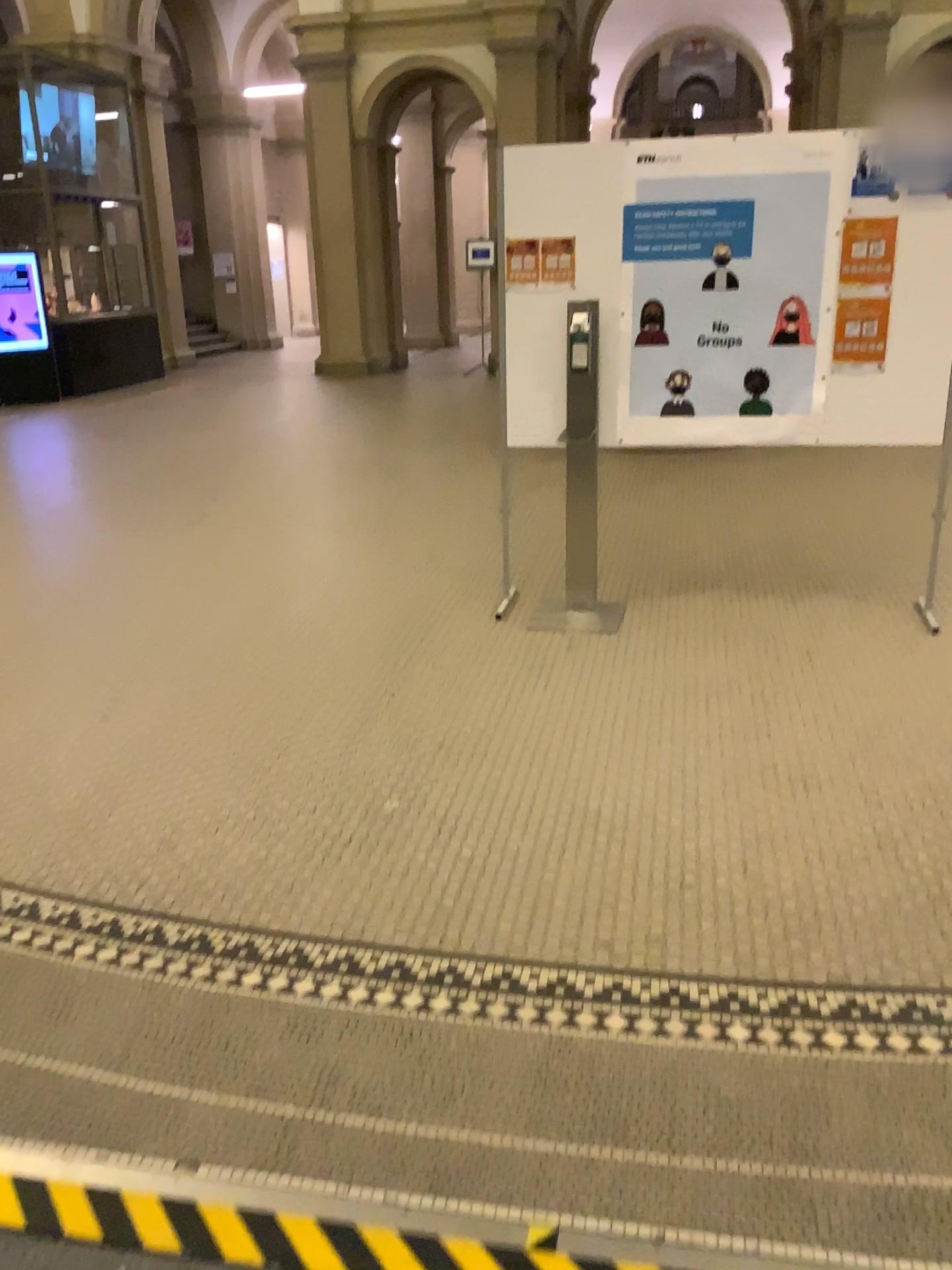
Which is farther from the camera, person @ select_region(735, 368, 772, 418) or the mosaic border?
person @ select_region(735, 368, 772, 418)

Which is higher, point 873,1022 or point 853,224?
point 853,224

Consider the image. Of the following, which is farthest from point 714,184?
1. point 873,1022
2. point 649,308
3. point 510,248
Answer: point 873,1022

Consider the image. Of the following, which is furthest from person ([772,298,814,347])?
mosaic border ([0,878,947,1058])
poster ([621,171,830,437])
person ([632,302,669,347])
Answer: mosaic border ([0,878,947,1058])

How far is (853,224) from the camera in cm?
409

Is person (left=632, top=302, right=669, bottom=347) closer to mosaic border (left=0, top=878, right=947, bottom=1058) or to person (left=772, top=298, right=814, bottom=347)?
person (left=772, top=298, right=814, bottom=347)

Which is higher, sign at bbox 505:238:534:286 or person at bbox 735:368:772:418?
sign at bbox 505:238:534:286

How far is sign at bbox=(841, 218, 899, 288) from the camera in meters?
4.1

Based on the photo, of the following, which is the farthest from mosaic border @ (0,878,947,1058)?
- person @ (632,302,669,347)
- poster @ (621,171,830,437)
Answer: person @ (632,302,669,347)

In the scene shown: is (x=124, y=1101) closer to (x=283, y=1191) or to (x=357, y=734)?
(x=283, y=1191)
